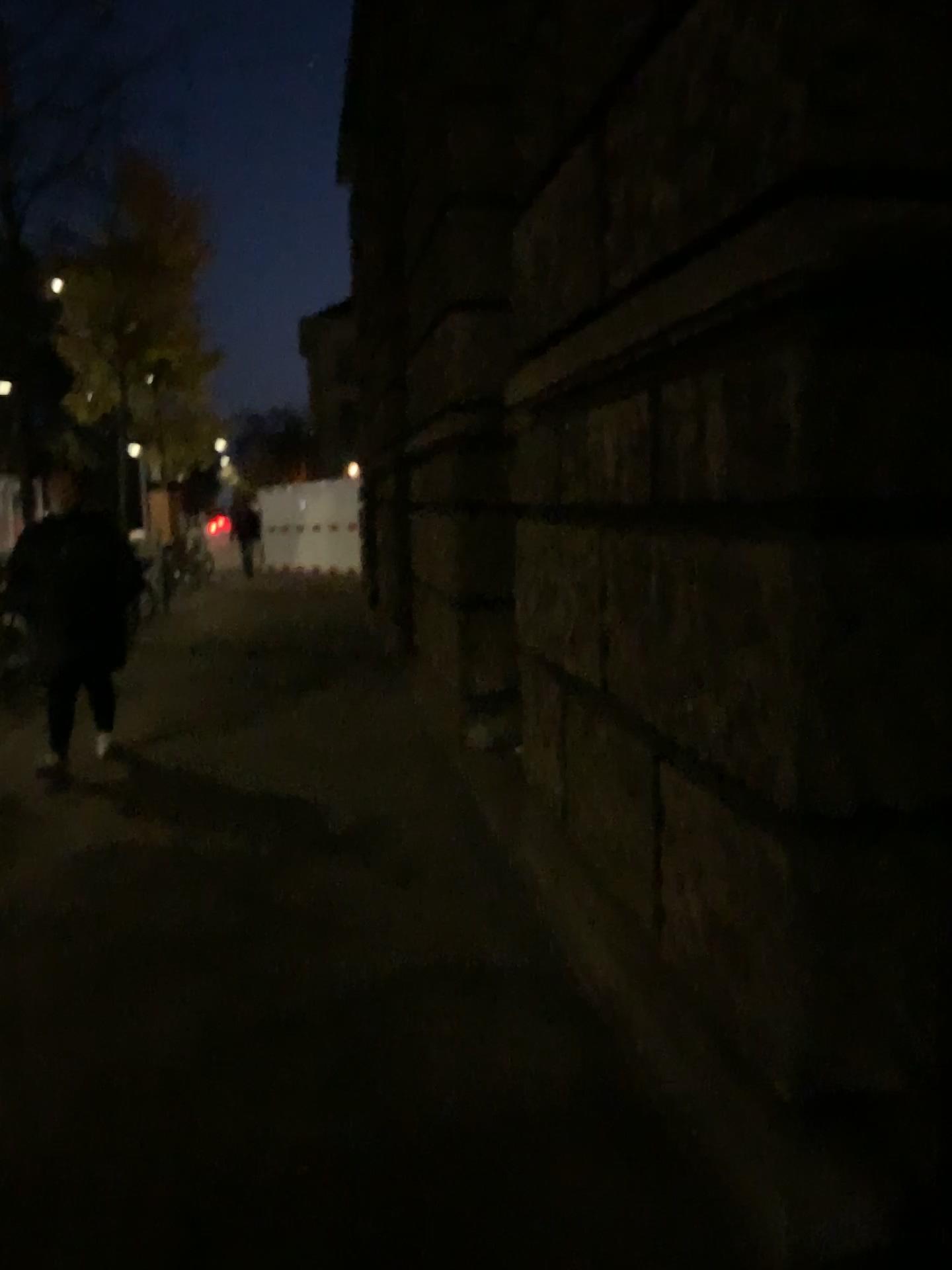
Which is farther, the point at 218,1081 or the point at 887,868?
the point at 218,1081
